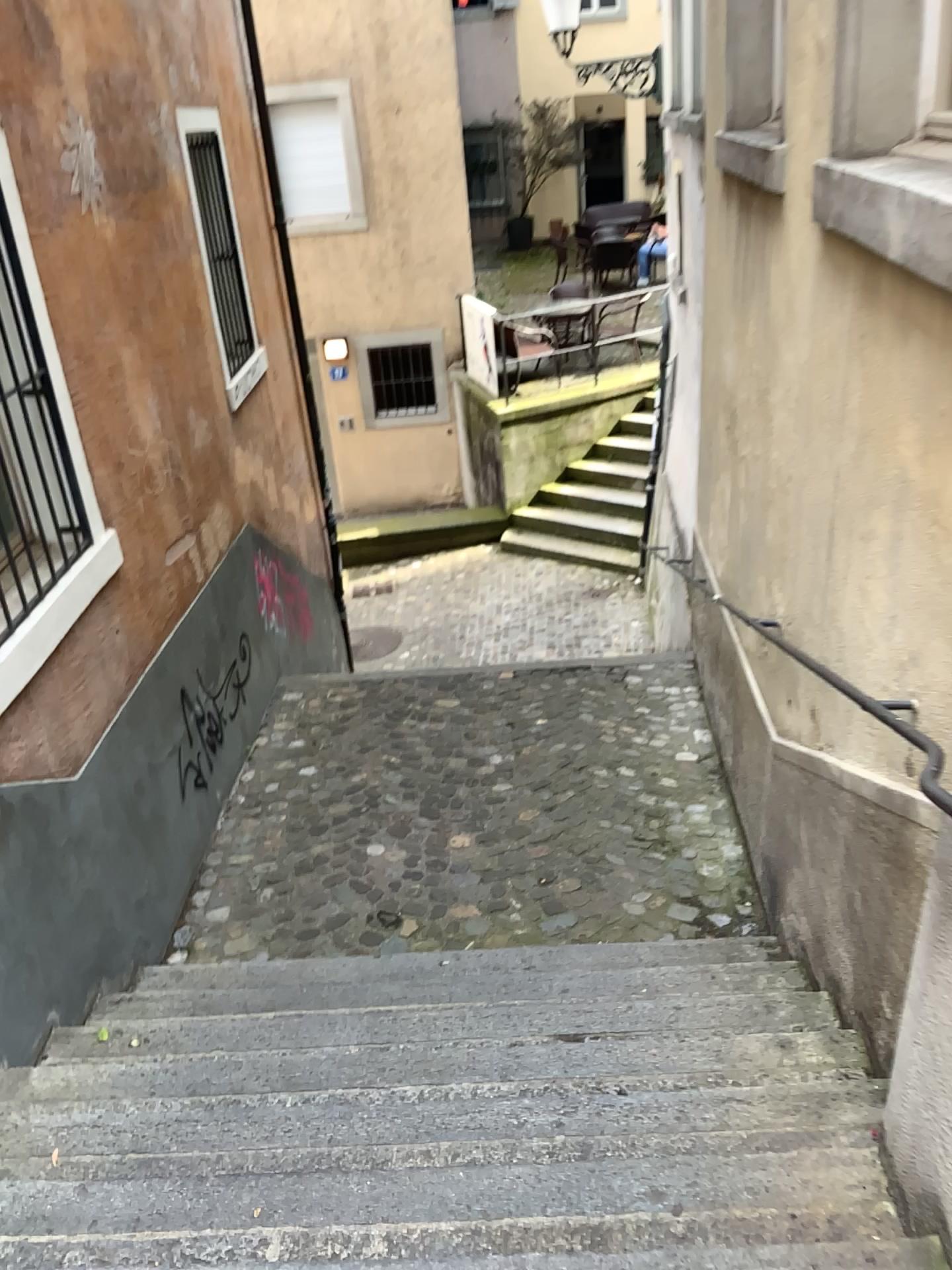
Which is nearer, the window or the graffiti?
the window

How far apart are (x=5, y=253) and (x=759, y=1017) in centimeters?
320cm

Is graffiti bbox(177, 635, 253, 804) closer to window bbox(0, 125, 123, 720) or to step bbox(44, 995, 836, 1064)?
window bbox(0, 125, 123, 720)

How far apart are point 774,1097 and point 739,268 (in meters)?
3.11

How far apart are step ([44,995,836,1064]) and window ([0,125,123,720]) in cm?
102

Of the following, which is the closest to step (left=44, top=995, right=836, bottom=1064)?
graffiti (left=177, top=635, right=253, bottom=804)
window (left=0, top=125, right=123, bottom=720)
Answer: window (left=0, top=125, right=123, bottom=720)

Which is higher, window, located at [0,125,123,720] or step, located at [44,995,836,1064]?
window, located at [0,125,123,720]

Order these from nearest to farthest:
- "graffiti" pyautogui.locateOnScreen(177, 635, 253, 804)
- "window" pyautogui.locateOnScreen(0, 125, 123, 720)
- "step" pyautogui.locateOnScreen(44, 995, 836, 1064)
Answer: "step" pyautogui.locateOnScreen(44, 995, 836, 1064) → "window" pyautogui.locateOnScreen(0, 125, 123, 720) → "graffiti" pyautogui.locateOnScreen(177, 635, 253, 804)

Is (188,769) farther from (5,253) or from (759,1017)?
(759,1017)

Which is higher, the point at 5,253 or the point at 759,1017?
the point at 5,253
